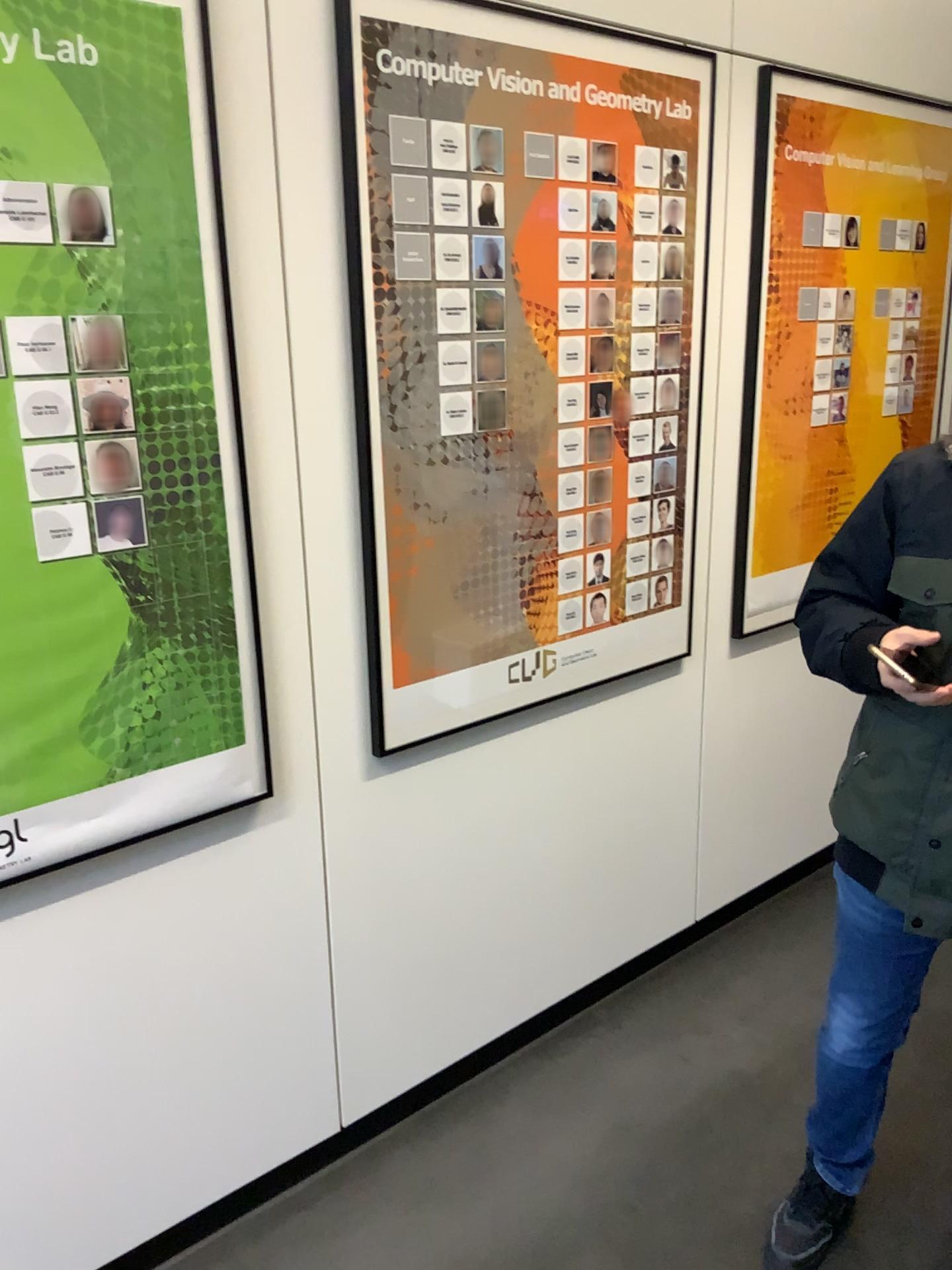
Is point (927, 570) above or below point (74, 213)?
below

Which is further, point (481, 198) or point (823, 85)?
point (823, 85)

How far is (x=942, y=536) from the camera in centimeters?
150cm

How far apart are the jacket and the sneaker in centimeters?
65cm

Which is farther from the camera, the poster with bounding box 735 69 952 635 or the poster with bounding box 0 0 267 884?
the poster with bounding box 735 69 952 635

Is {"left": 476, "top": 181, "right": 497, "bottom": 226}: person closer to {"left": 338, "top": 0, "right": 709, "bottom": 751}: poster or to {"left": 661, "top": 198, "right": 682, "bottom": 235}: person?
{"left": 338, "top": 0, "right": 709, "bottom": 751}: poster

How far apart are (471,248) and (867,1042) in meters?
1.5

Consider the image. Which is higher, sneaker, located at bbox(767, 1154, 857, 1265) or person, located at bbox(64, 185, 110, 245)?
person, located at bbox(64, 185, 110, 245)

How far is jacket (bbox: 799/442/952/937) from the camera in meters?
1.5

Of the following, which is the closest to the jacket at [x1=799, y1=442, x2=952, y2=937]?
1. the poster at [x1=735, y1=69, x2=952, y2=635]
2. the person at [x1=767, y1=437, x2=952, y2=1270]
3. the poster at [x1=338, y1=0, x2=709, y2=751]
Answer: the person at [x1=767, y1=437, x2=952, y2=1270]
